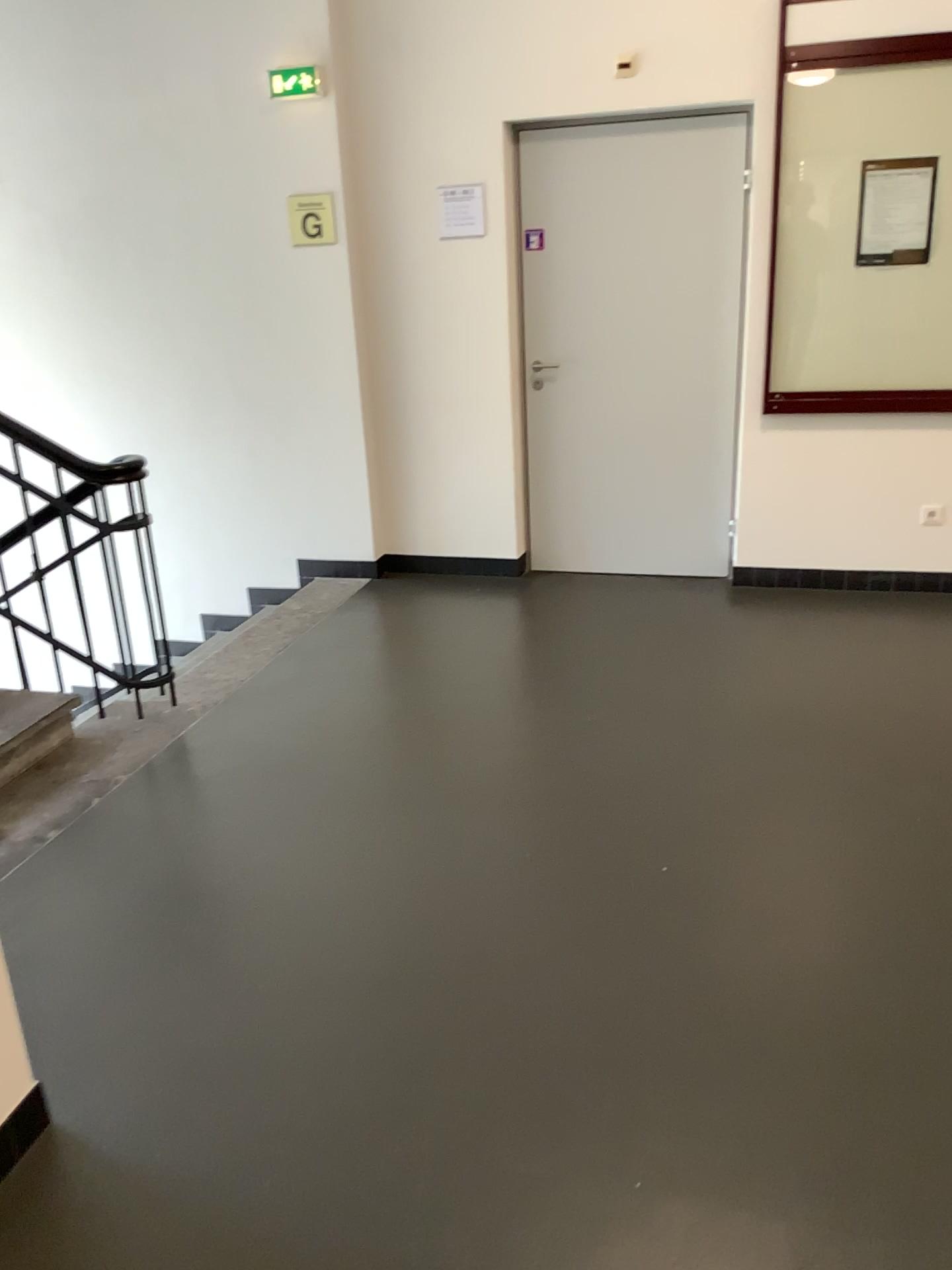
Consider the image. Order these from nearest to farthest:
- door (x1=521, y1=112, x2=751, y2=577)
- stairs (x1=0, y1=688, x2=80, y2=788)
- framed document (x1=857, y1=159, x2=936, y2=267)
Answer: stairs (x1=0, y1=688, x2=80, y2=788), framed document (x1=857, y1=159, x2=936, y2=267), door (x1=521, y1=112, x2=751, y2=577)

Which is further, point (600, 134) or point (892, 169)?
point (600, 134)

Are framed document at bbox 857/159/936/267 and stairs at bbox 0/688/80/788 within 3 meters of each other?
no

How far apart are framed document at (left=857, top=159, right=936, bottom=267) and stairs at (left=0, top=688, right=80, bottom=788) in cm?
351

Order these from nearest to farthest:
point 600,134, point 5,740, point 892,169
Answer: point 5,740 < point 892,169 < point 600,134

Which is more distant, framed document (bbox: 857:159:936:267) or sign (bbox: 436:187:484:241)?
sign (bbox: 436:187:484:241)

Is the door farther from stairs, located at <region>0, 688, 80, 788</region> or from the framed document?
stairs, located at <region>0, 688, 80, 788</region>

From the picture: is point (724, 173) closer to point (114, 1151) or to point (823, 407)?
point (823, 407)

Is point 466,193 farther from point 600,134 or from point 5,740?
point 5,740

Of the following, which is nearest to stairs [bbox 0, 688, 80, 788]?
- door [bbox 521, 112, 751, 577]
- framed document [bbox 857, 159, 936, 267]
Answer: door [bbox 521, 112, 751, 577]
